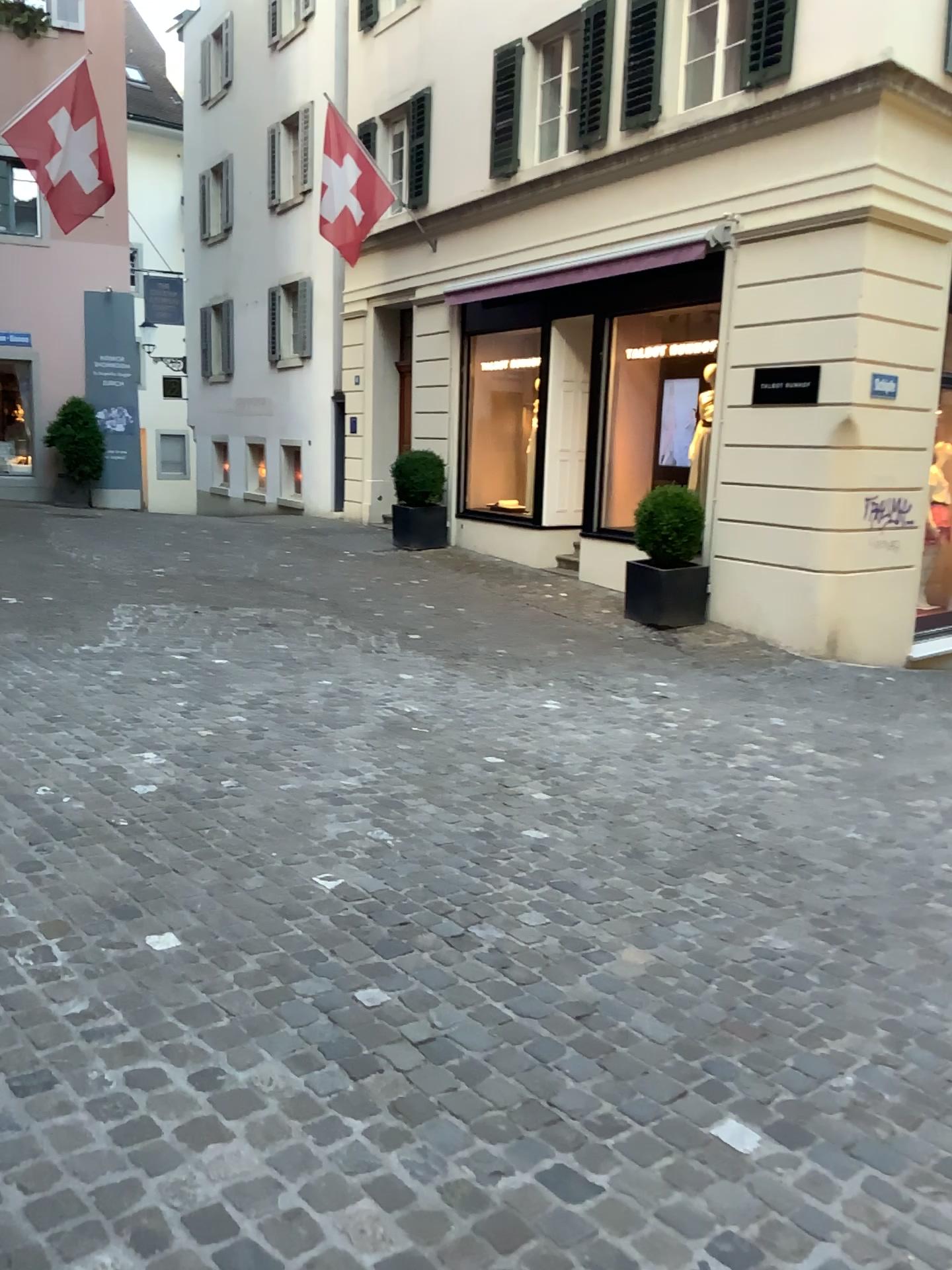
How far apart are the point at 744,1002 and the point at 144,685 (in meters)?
3.88
